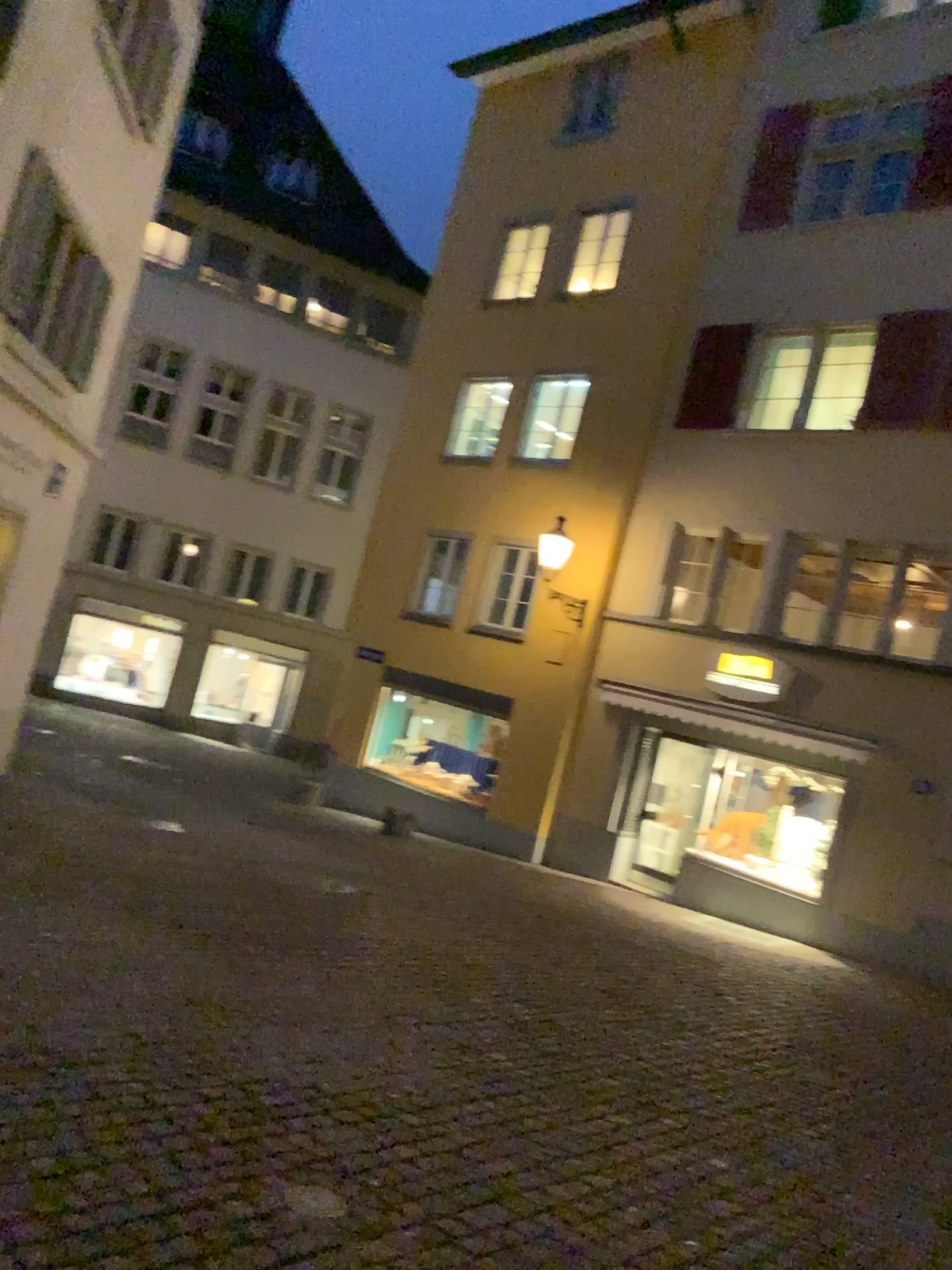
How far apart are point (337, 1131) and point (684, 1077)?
2.18m
